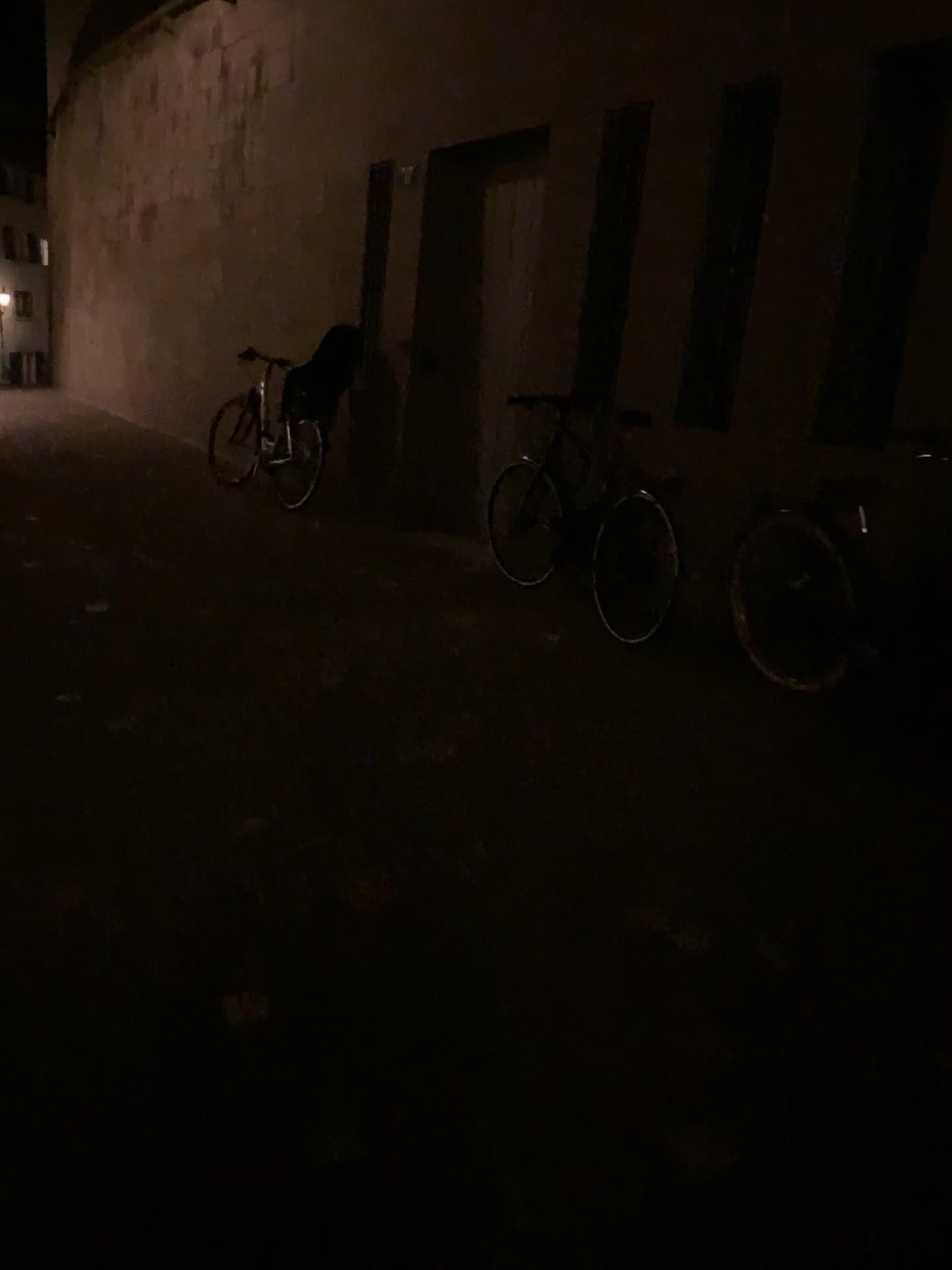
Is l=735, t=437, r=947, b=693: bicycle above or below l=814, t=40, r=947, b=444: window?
below

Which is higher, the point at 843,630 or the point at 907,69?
the point at 907,69

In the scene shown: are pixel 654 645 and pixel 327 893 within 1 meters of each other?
no
